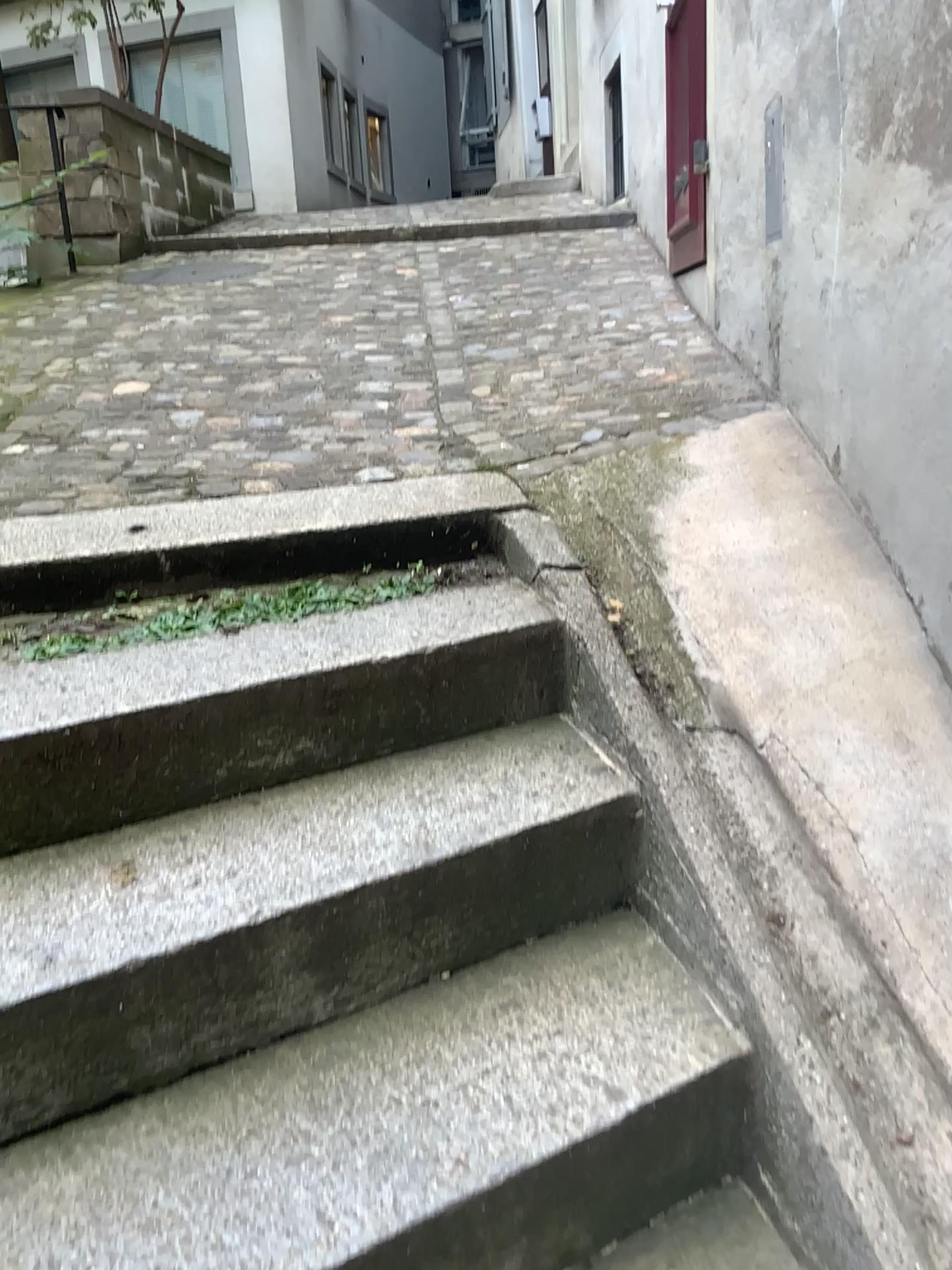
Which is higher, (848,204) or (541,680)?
(848,204)
